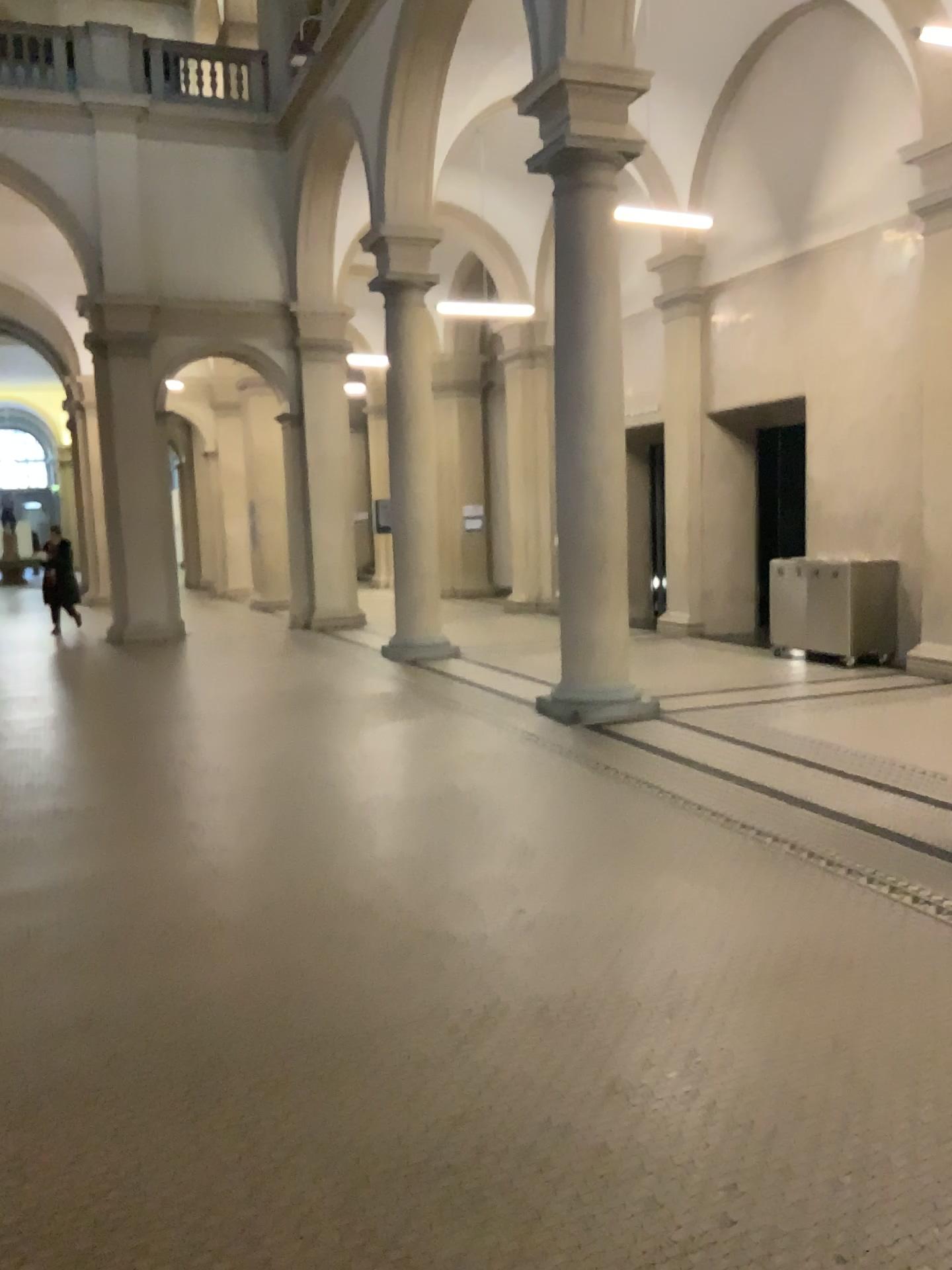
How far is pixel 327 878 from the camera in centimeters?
470cm
